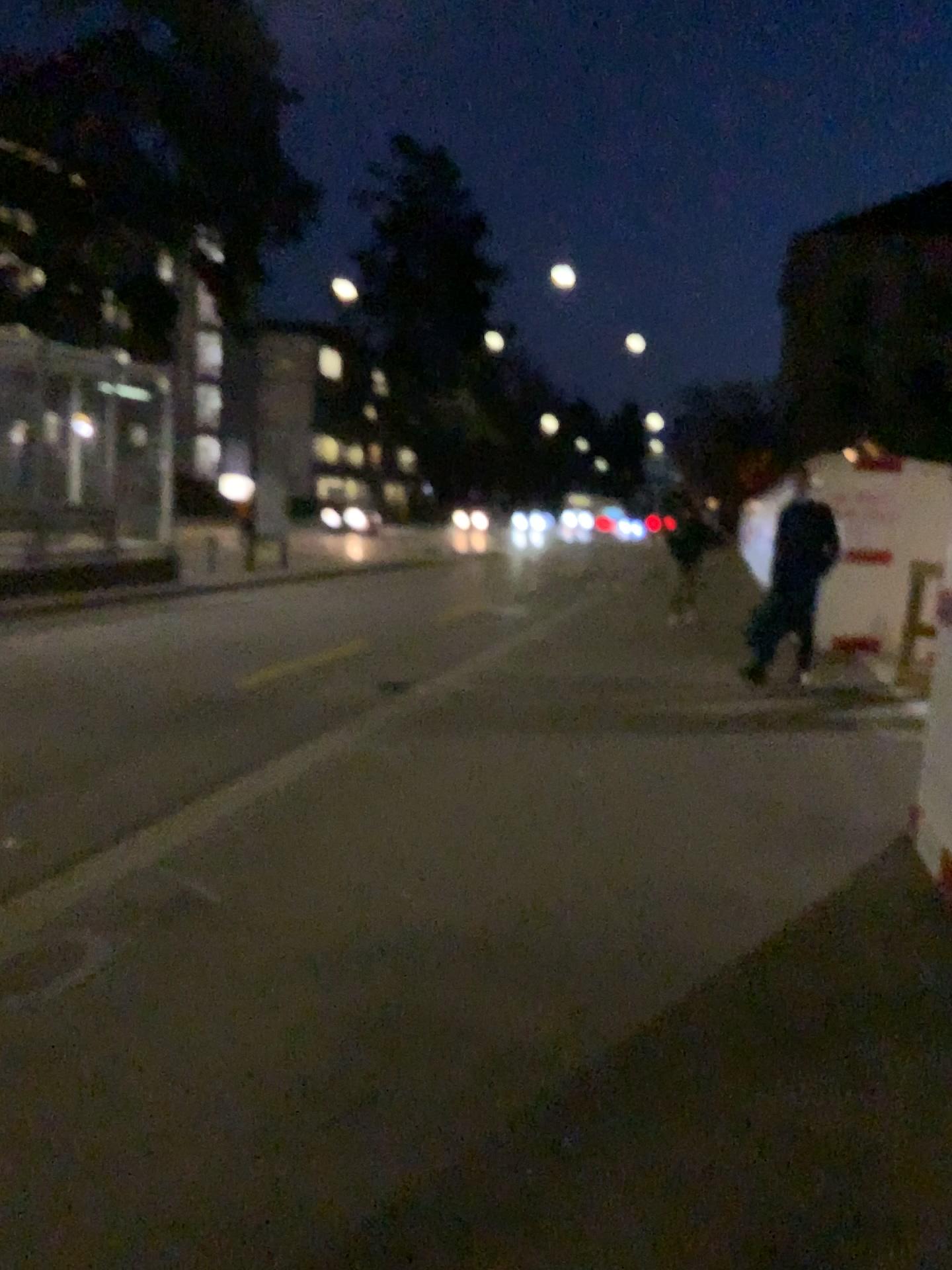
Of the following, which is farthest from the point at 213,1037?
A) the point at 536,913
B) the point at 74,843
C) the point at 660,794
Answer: the point at 660,794
